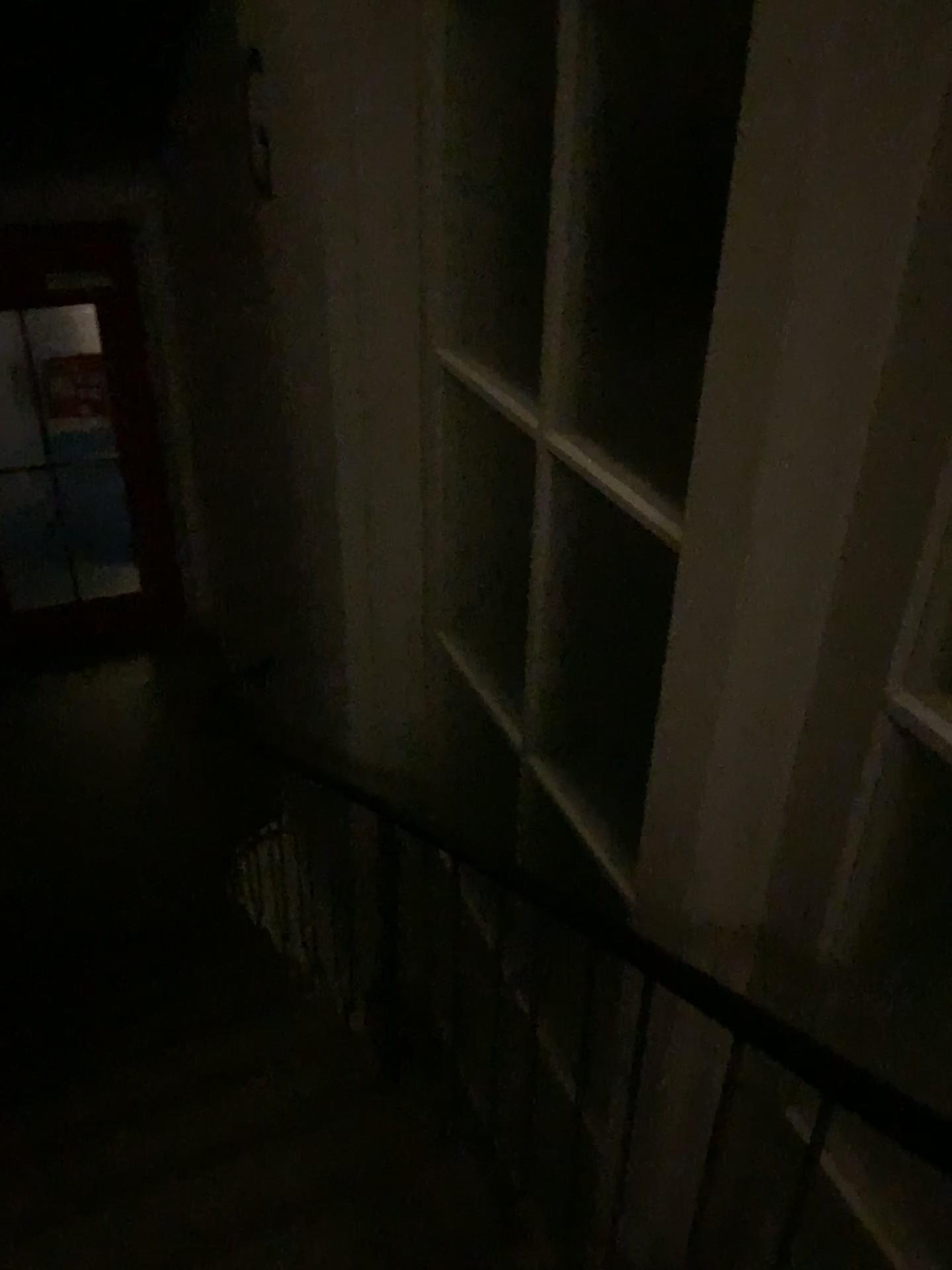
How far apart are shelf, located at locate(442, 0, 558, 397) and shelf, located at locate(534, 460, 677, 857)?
0.6 meters

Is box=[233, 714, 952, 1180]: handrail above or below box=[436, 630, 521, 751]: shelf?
above

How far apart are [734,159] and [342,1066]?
2.53m

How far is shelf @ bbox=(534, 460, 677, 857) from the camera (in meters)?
2.06

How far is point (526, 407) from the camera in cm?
242

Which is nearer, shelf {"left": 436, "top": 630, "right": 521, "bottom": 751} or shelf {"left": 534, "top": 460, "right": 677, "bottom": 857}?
shelf {"left": 534, "top": 460, "right": 677, "bottom": 857}

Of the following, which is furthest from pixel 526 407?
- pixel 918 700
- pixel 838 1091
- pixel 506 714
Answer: pixel 838 1091

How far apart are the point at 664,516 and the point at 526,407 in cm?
64

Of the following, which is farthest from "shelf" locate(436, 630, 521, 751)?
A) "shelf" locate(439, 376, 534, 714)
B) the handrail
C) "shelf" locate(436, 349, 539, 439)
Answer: the handrail

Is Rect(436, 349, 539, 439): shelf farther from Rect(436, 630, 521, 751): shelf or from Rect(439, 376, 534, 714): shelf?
Rect(436, 630, 521, 751): shelf
